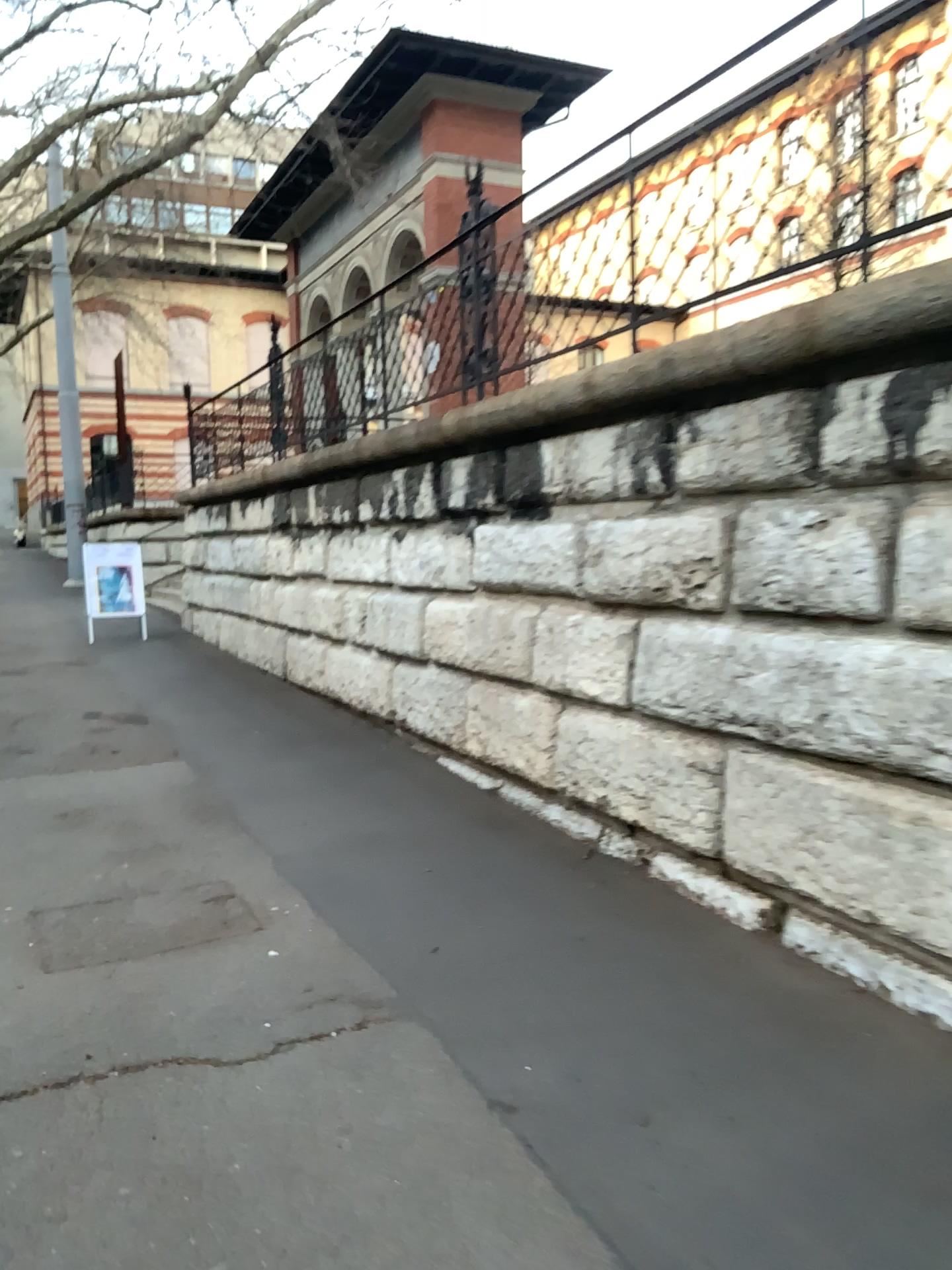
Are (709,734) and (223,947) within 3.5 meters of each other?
yes
